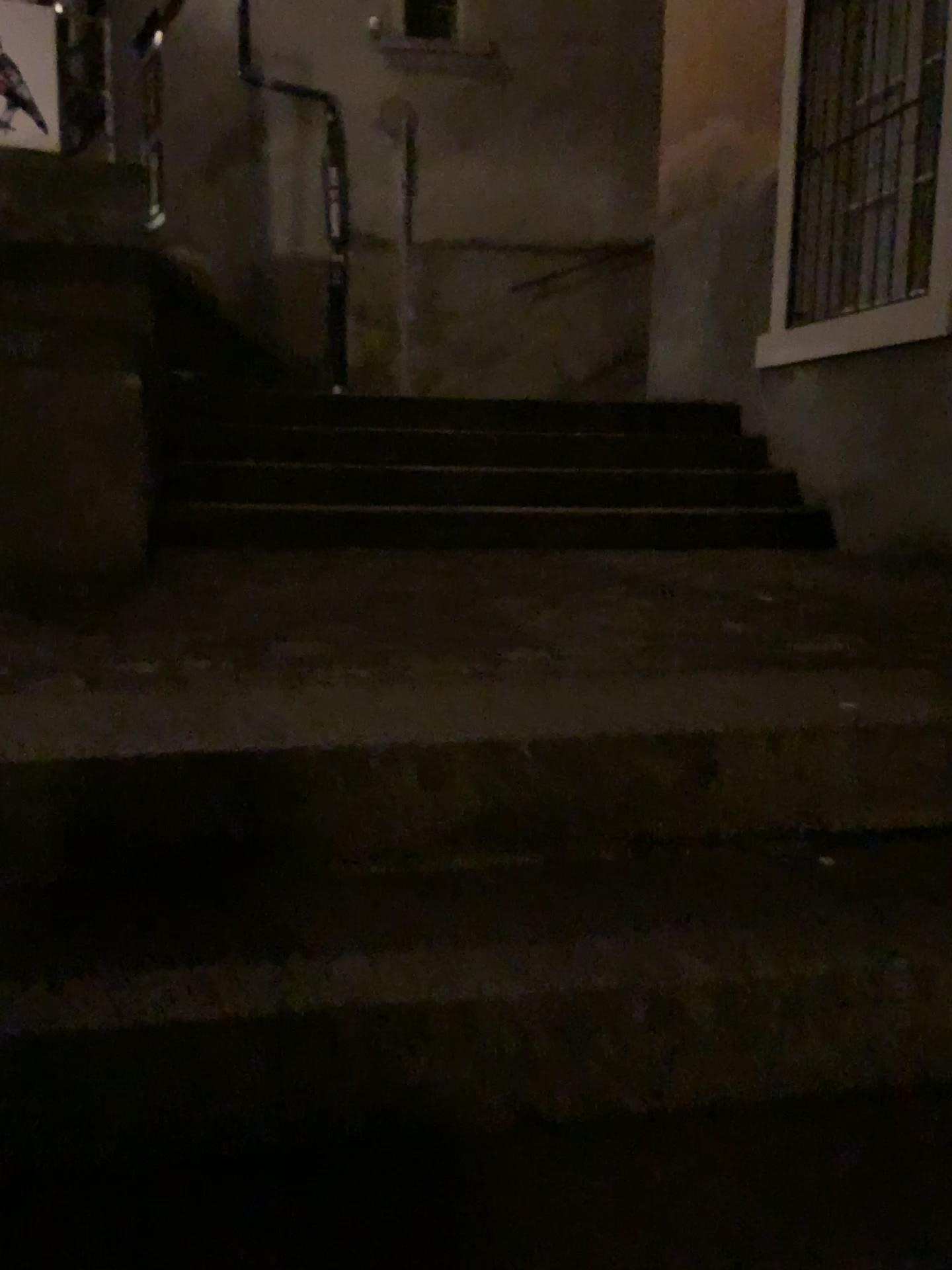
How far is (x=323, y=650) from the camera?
1.9m
